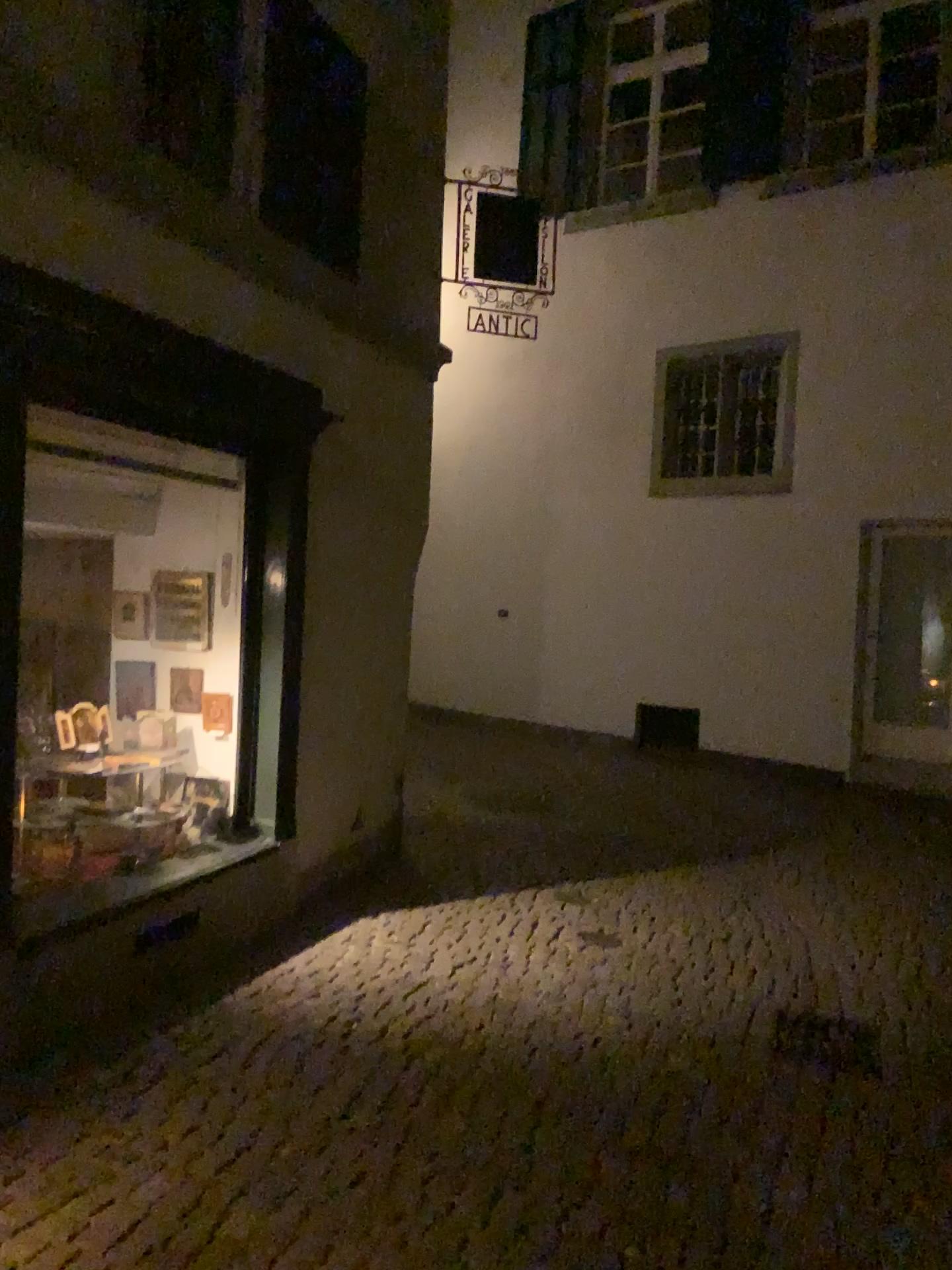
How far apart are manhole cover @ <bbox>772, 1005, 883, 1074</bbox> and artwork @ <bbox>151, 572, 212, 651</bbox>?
2.9m

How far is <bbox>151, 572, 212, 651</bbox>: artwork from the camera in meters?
4.8

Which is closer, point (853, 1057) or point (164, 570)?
point (853, 1057)

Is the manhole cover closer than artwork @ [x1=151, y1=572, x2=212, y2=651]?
Yes

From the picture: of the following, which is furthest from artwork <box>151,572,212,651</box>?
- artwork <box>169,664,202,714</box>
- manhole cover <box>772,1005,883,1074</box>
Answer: manhole cover <box>772,1005,883,1074</box>

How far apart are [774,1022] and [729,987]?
0.3 meters

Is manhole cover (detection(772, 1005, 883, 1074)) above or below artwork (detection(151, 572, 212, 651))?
below

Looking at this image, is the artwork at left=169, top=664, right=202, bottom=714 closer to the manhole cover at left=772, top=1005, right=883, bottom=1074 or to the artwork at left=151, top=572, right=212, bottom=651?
the artwork at left=151, top=572, right=212, bottom=651

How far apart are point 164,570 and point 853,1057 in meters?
3.5 m

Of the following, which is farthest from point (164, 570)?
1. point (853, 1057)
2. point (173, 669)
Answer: point (853, 1057)
